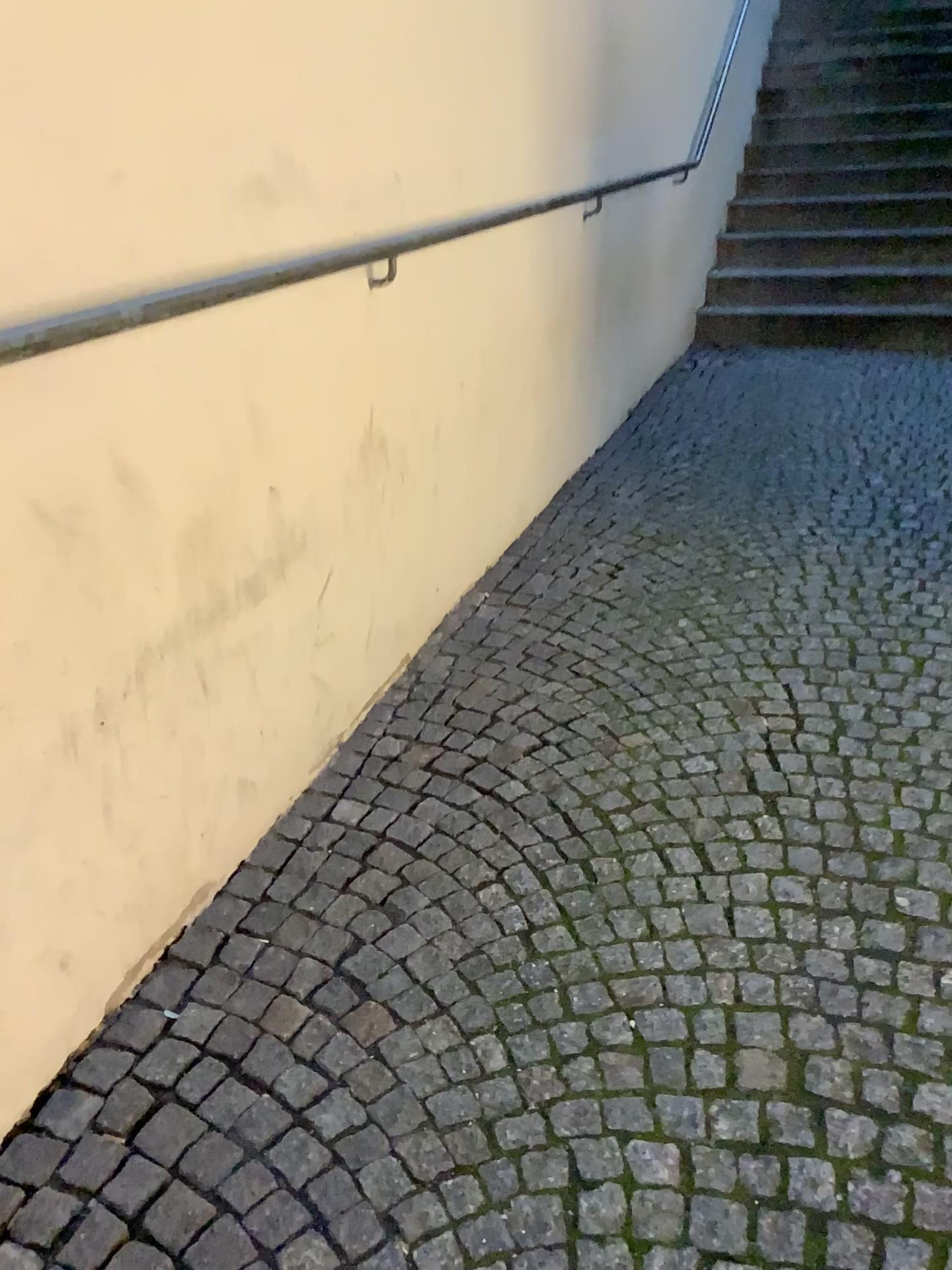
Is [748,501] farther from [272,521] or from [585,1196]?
[585,1196]
